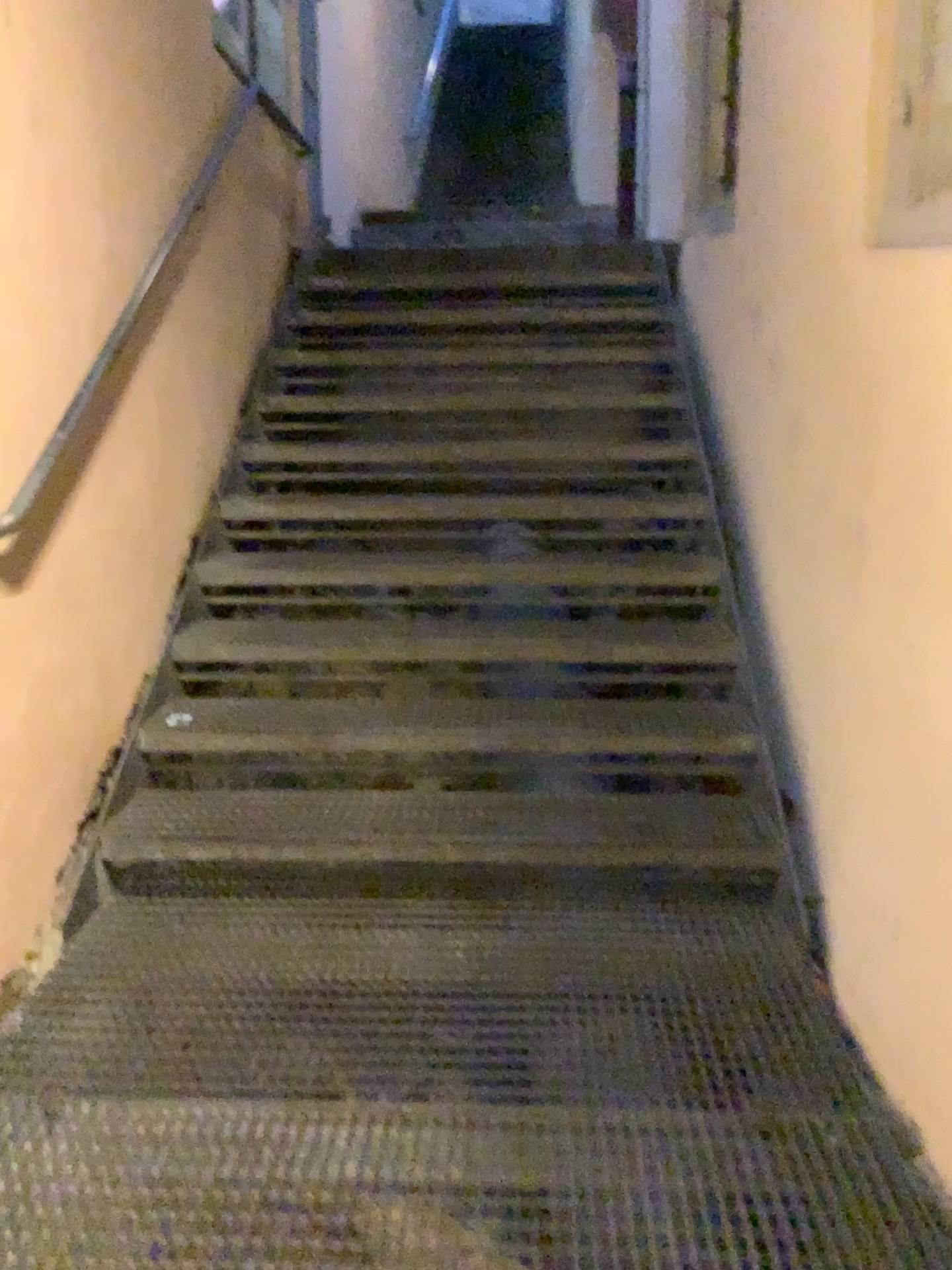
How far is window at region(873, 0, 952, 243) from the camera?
2.0 meters

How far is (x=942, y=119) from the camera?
2.0m

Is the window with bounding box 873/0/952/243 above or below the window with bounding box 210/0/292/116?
below

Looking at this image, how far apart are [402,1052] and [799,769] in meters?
1.3 m

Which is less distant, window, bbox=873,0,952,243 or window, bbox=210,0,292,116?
window, bbox=873,0,952,243

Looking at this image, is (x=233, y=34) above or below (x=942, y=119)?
above

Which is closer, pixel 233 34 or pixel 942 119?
pixel 942 119
